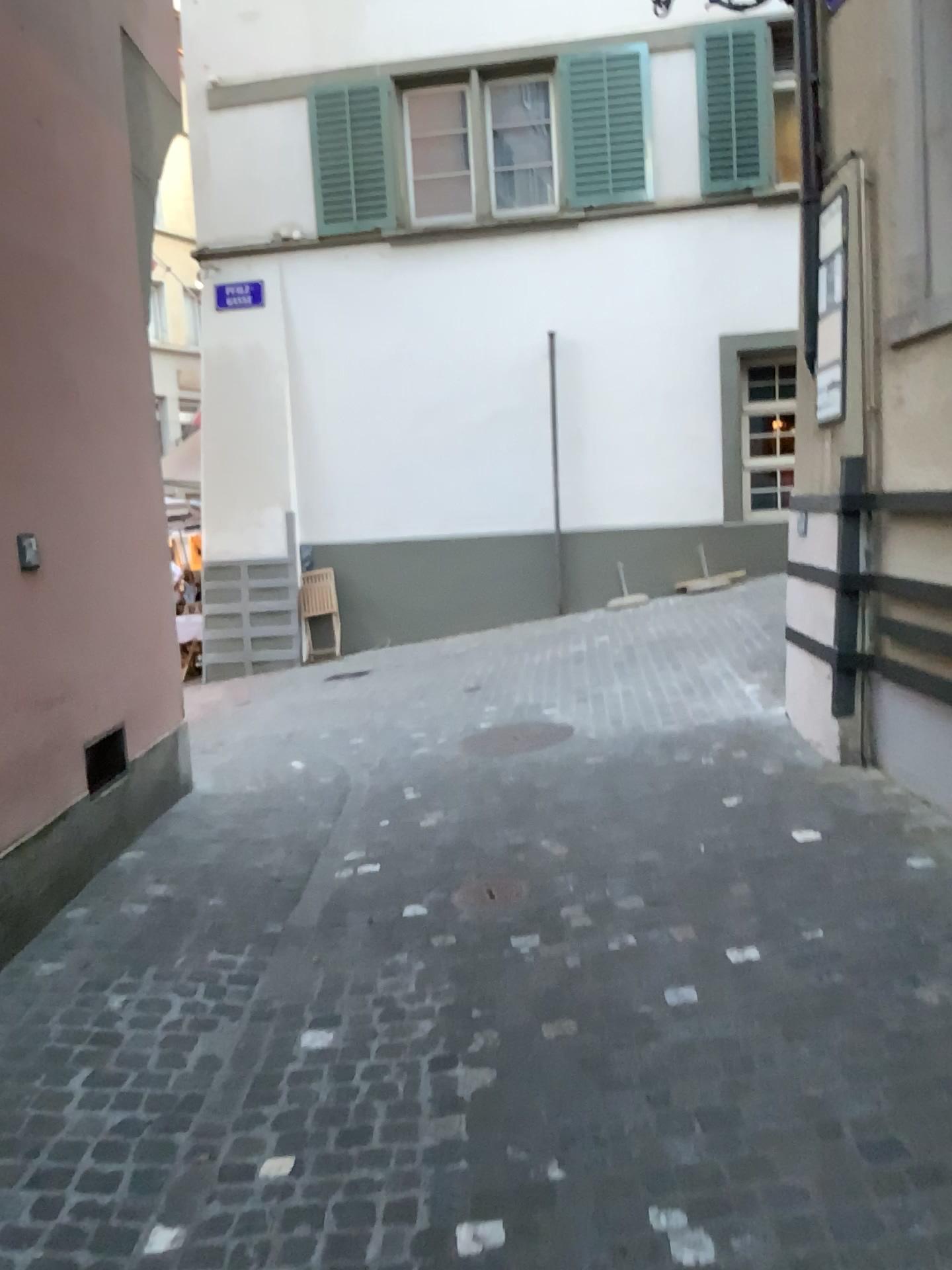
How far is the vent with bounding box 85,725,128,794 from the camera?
4.34m

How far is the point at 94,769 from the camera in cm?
434

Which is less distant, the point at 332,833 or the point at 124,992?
the point at 124,992
